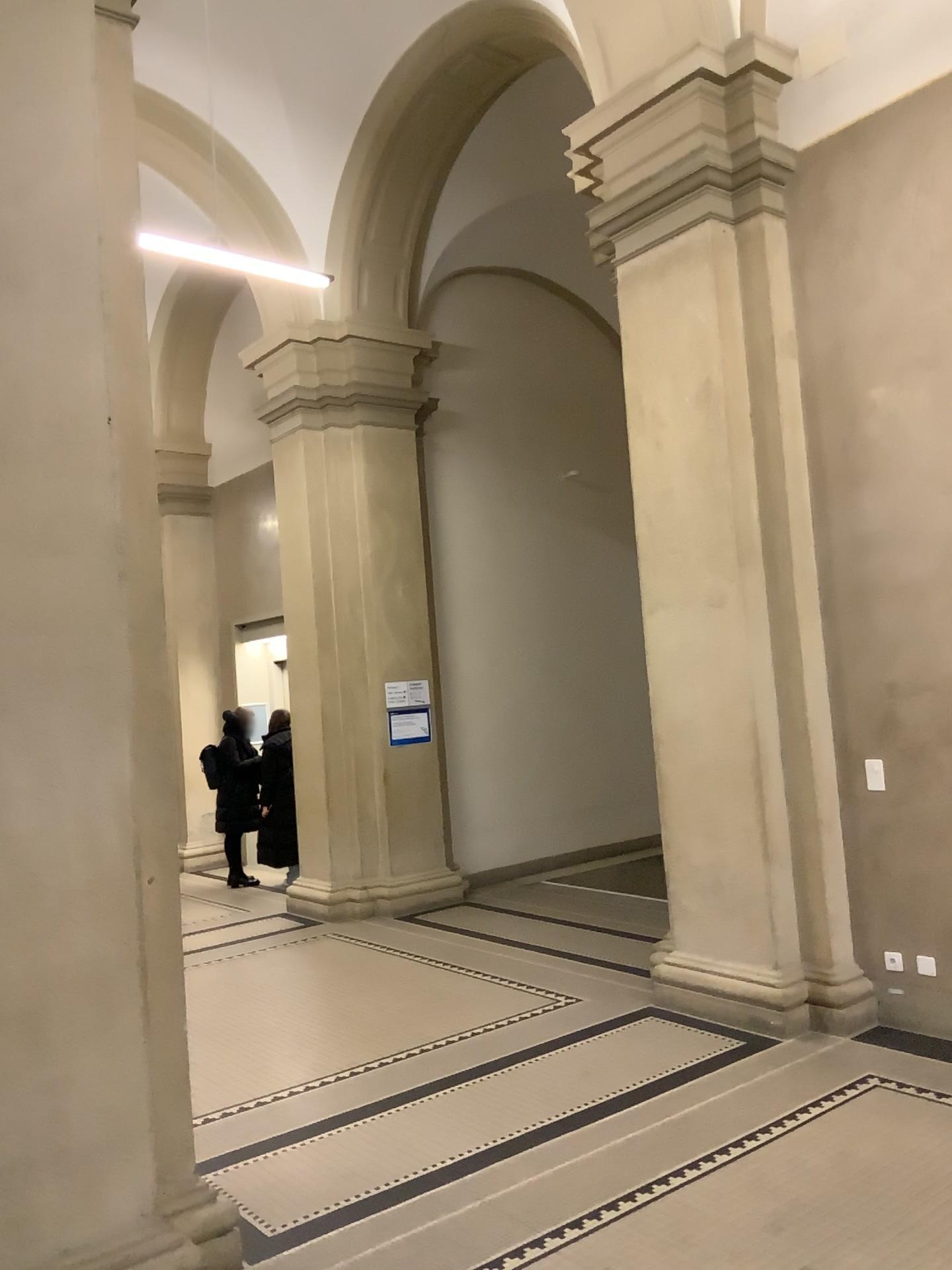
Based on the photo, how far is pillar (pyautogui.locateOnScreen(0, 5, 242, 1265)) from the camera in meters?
2.8

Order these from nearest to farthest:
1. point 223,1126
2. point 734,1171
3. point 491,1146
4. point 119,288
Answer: point 119,288 < point 734,1171 < point 491,1146 < point 223,1126

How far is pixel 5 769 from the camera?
2.81m

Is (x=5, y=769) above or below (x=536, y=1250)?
above
